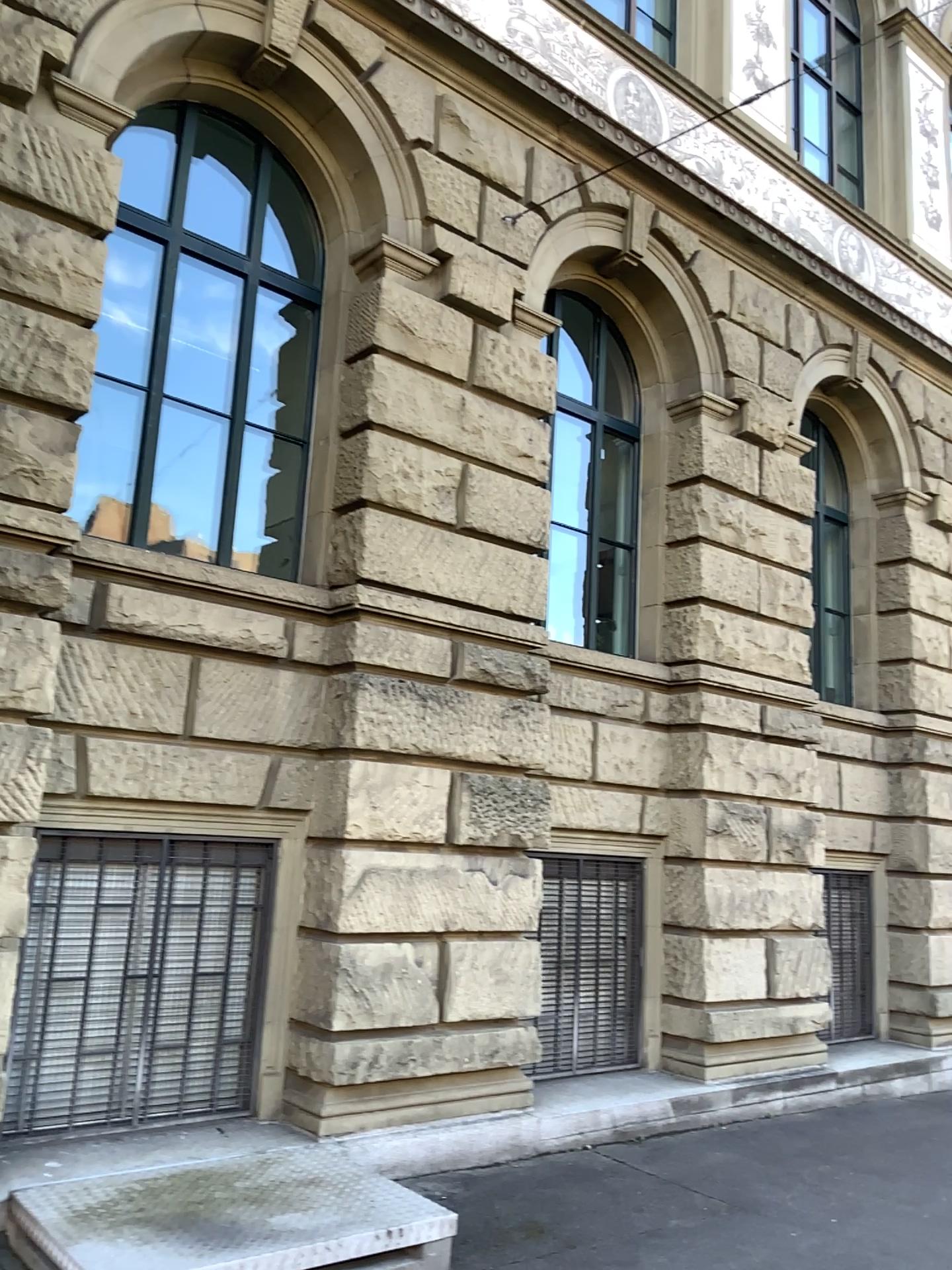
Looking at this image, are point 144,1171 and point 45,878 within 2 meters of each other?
yes
